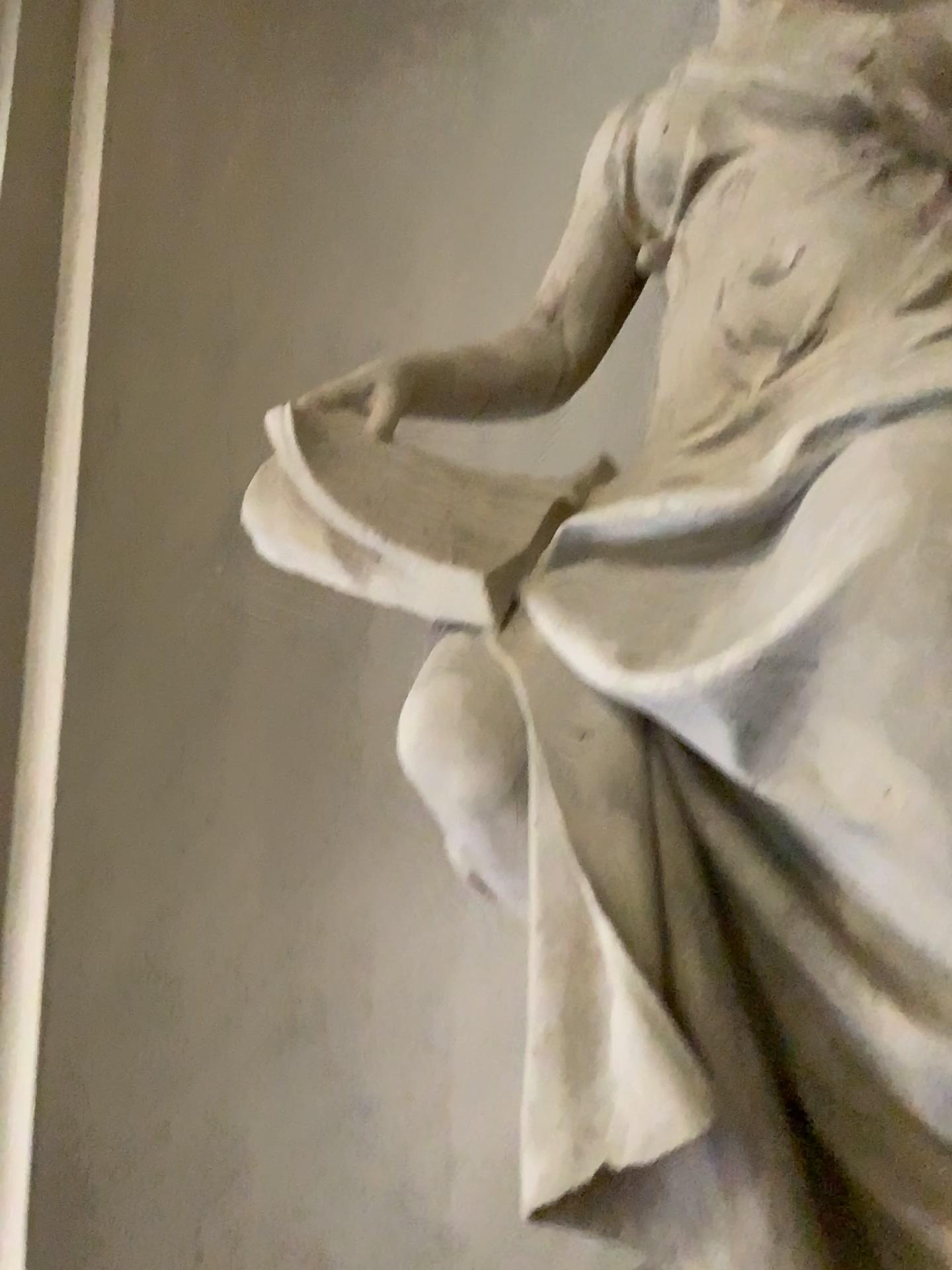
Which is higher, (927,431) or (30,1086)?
(927,431)

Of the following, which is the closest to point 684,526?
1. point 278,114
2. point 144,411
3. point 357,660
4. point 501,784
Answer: point 501,784

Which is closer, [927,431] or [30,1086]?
[927,431]

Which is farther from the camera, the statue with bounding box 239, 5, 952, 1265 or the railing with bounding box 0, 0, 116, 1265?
the railing with bounding box 0, 0, 116, 1265
